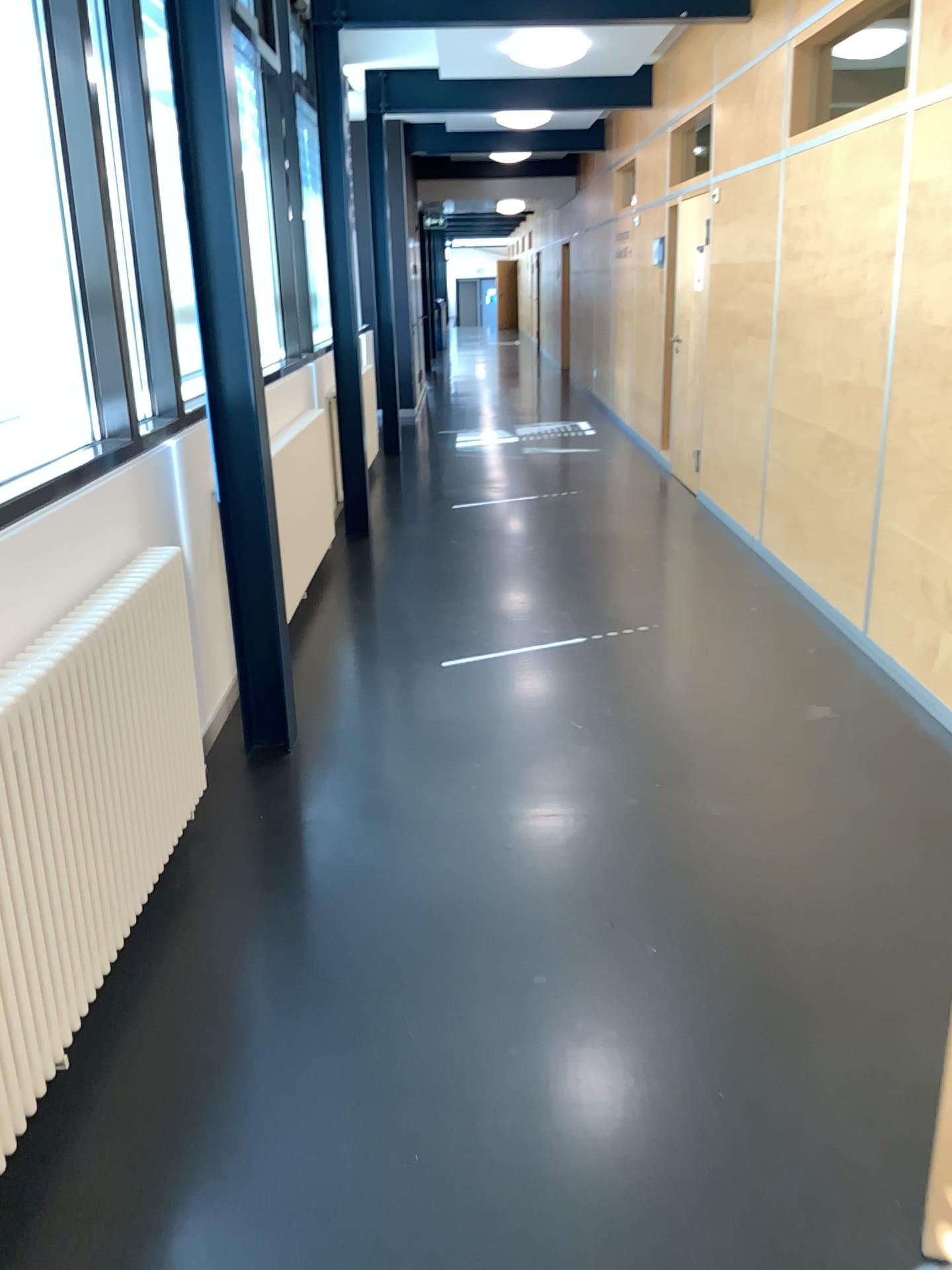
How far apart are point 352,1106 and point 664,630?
3.0m
